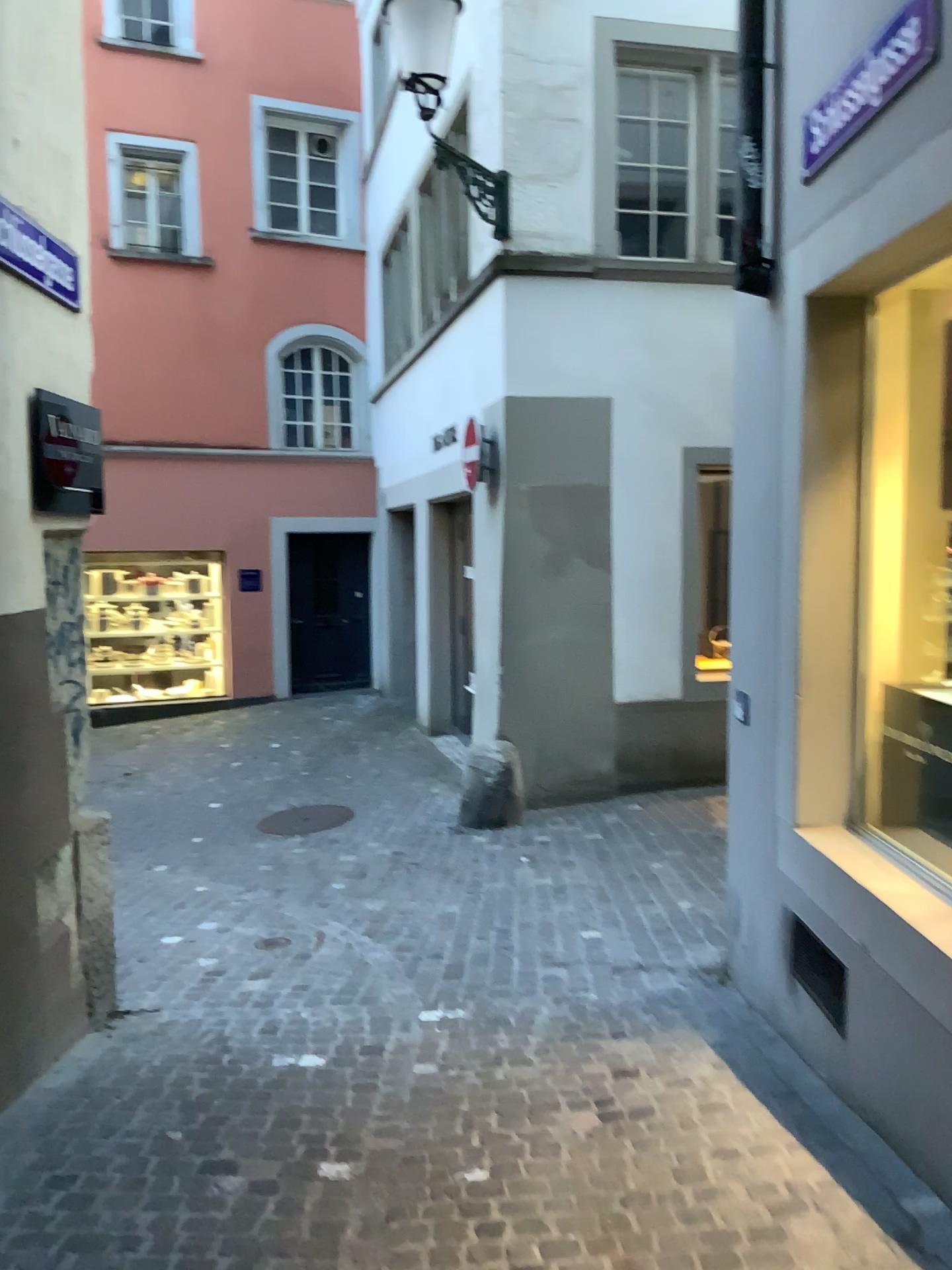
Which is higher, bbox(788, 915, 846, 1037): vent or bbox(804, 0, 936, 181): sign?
bbox(804, 0, 936, 181): sign

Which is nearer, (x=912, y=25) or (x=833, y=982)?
(x=912, y=25)

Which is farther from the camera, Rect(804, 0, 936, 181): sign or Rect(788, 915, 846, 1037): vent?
Rect(788, 915, 846, 1037): vent

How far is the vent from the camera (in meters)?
3.22

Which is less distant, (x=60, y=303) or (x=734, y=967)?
(x=60, y=303)

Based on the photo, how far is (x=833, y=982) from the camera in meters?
3.2

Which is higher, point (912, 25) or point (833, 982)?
Result: point (912, 25)
